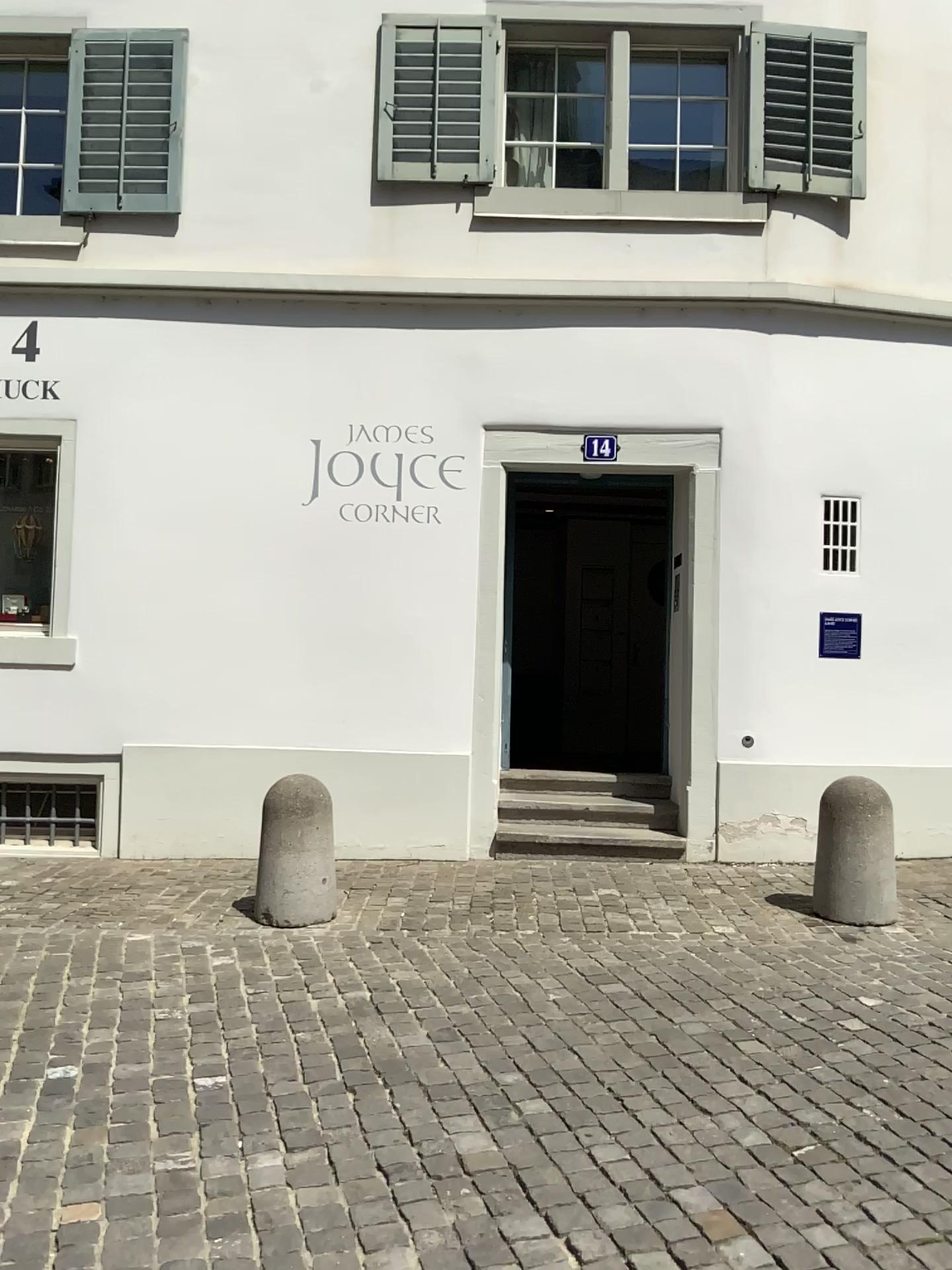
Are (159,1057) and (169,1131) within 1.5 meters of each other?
yes
